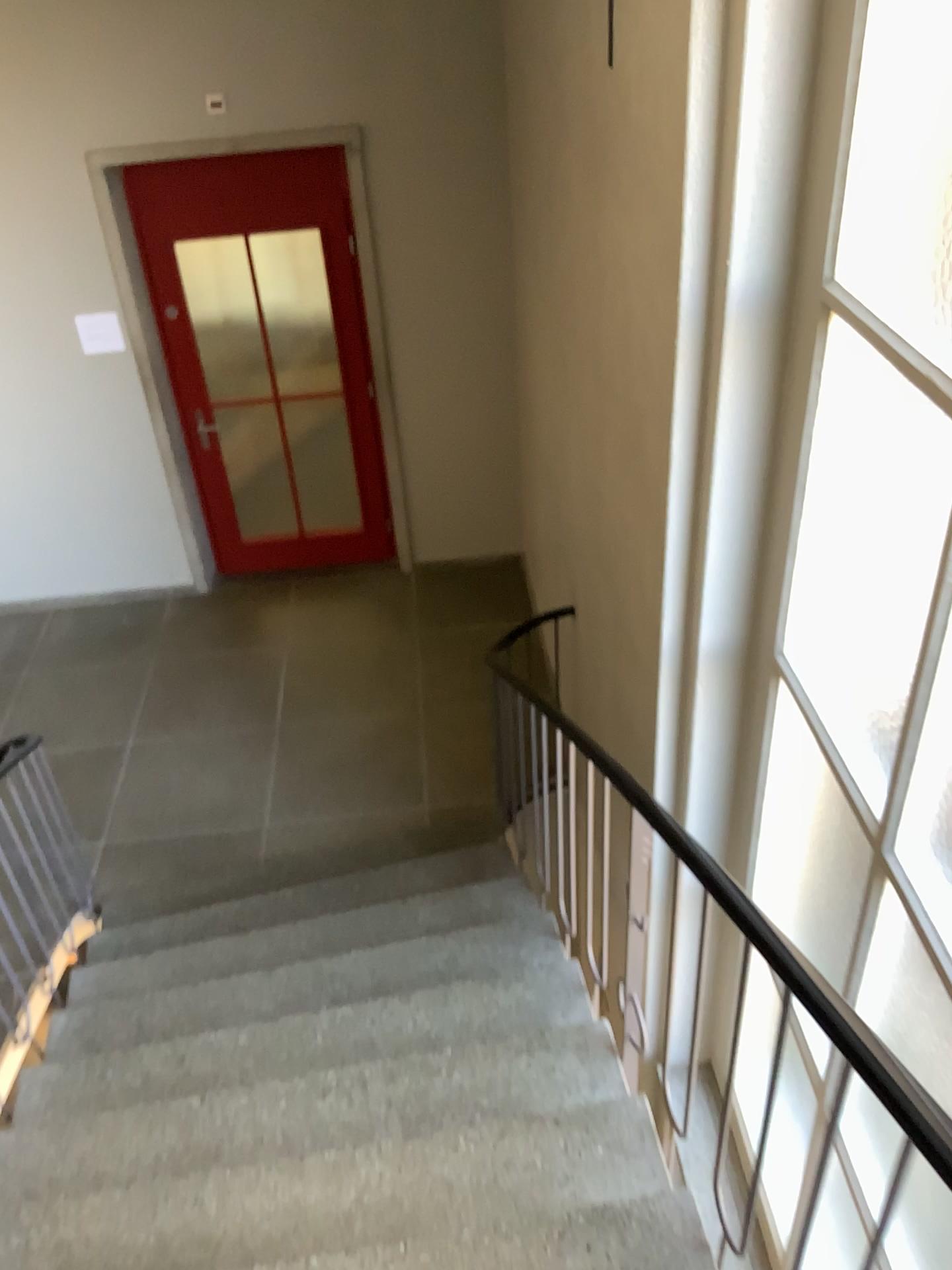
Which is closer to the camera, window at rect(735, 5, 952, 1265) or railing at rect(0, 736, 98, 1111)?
window at rect(735, 5, 952, 1265)

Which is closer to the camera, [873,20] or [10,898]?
[873,20]

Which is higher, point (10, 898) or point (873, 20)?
point (873, 20)

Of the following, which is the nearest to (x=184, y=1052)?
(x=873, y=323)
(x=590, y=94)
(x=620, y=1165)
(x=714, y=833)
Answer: (x=620, y=1165)

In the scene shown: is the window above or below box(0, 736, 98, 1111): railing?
above
